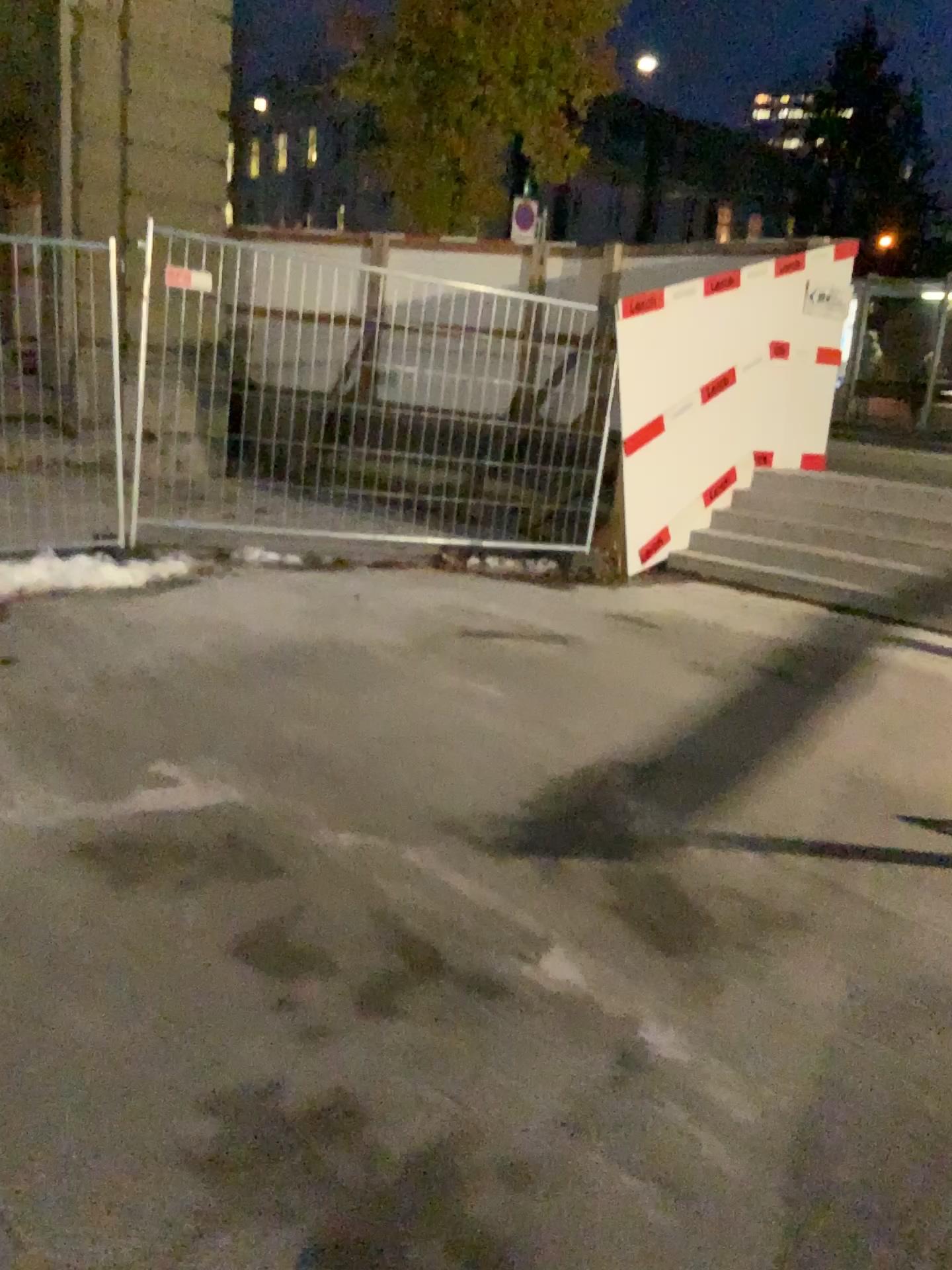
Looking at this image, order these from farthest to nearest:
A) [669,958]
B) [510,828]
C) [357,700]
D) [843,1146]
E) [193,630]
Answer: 1. [193,630]
2. [357,700]
3. [510,828]
4. [669,958]
5. [843,1146]
